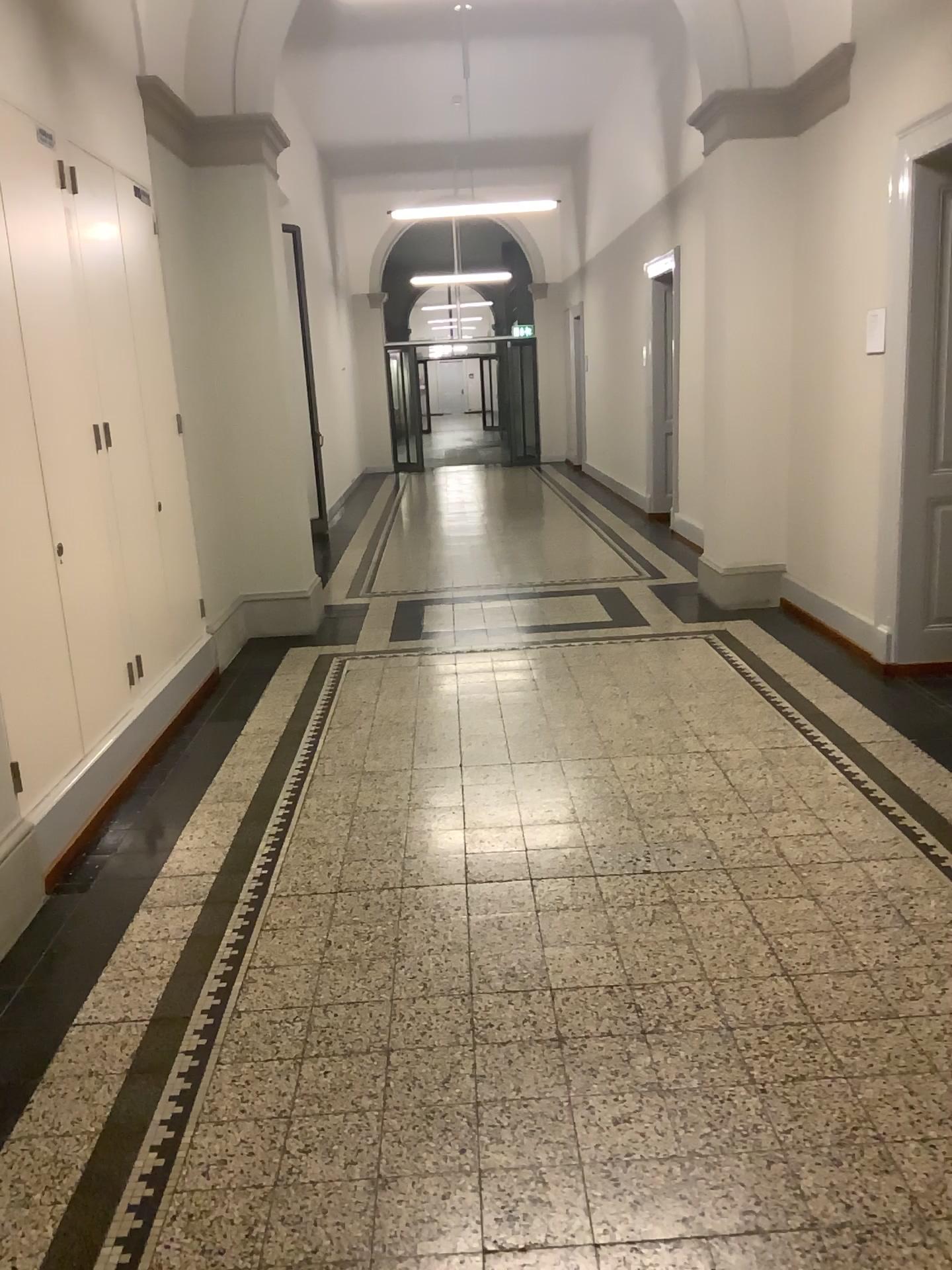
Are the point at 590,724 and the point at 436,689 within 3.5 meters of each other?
yes
